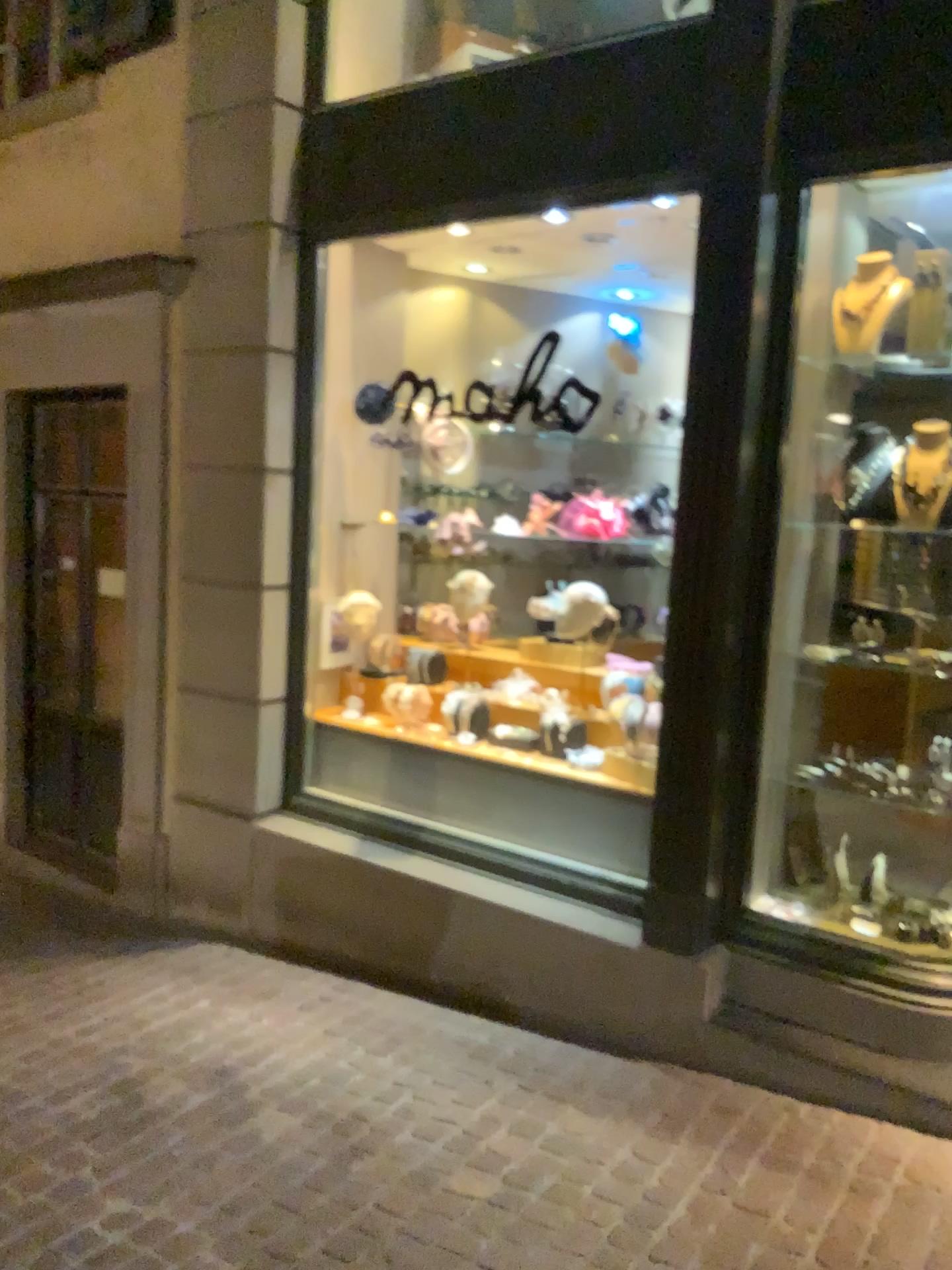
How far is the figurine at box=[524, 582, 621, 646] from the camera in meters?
4.2 m

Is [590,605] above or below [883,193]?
below

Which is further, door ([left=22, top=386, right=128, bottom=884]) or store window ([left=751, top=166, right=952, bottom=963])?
door ([left=22, top=386, right=128, bottom=884])

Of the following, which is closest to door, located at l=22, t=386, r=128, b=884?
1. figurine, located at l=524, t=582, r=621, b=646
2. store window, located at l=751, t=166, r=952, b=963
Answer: figurine, located at l=524, t=582, r=621, b=646

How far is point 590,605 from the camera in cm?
423

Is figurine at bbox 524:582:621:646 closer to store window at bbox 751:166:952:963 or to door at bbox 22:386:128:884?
store window at bbox 751:166:952:963

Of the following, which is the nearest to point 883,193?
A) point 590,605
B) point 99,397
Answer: point 590,605

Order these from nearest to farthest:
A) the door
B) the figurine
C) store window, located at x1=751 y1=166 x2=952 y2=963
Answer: store window, located at x1=751 y1=166 x2=952 y2=963 → the figurine → the door

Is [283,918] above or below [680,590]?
below
